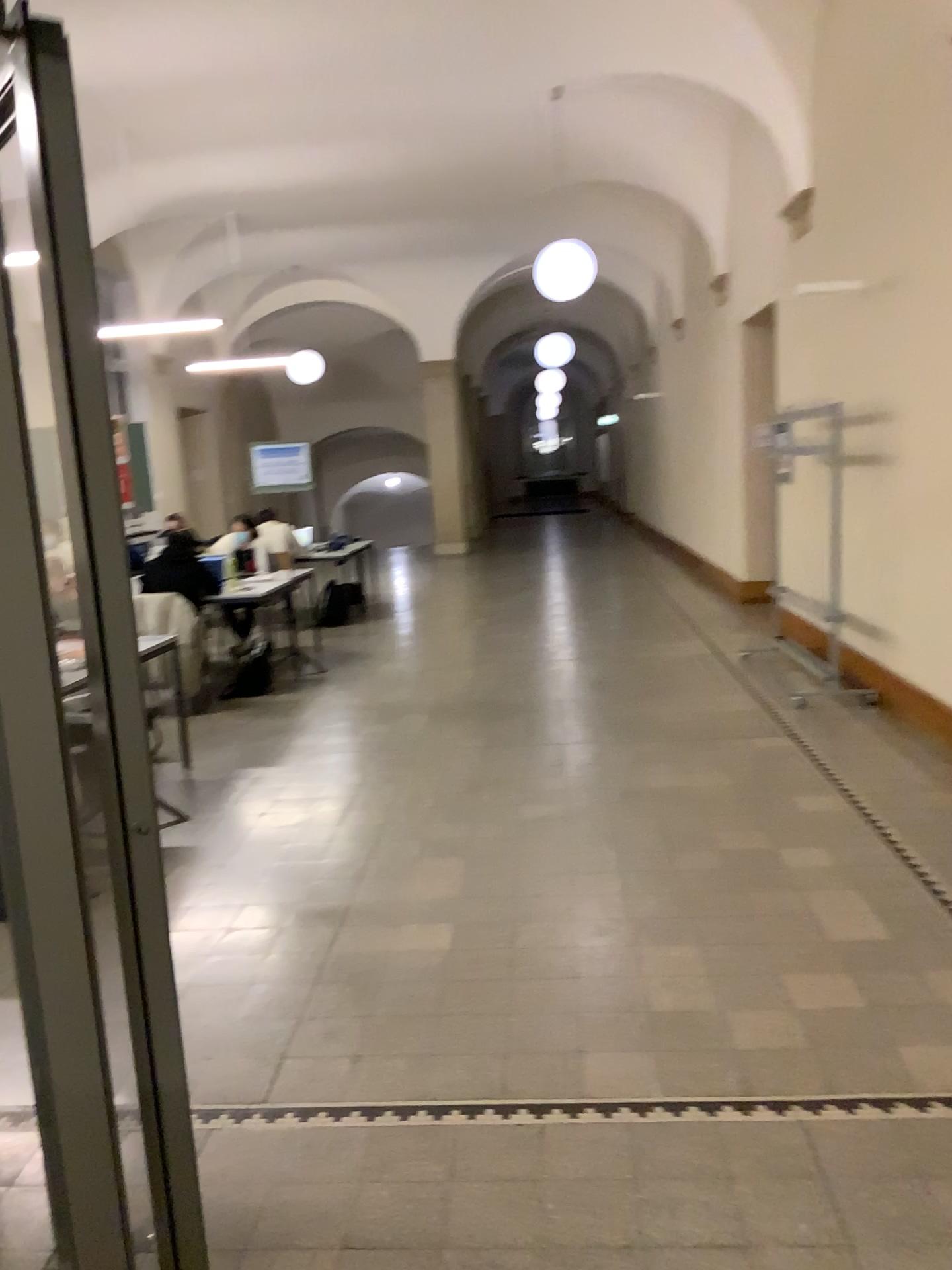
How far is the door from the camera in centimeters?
127cm

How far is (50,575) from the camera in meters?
1.3 m

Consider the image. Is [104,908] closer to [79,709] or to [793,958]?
[79,709]
